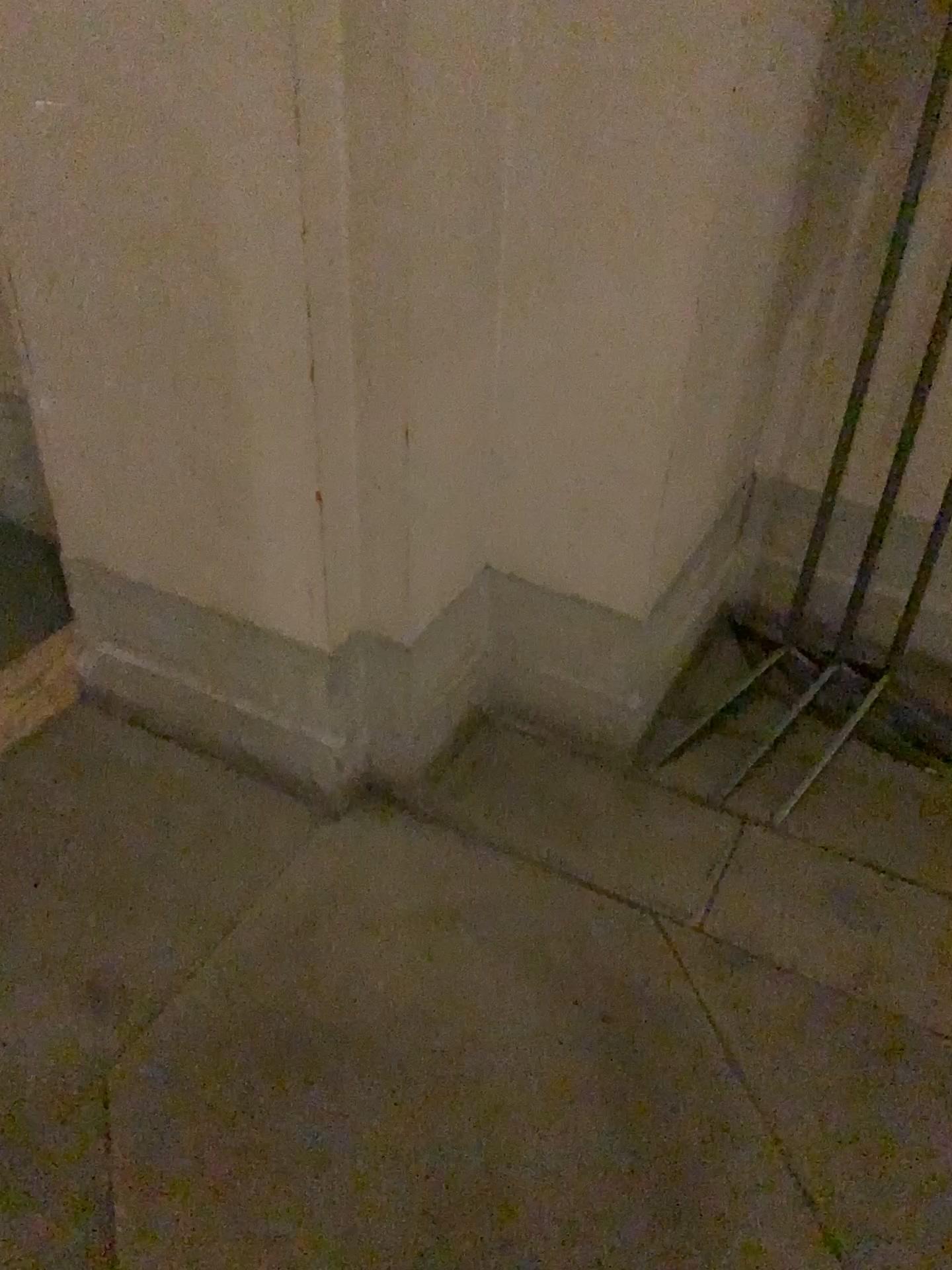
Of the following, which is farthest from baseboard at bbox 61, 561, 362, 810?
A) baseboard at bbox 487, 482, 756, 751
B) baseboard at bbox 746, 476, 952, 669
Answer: baseboard at bbox 746, 476, 952, 669

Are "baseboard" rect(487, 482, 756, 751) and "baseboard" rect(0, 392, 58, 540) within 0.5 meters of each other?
no

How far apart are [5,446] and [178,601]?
0.8m

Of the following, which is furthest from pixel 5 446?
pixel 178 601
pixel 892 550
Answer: pixel 892 550

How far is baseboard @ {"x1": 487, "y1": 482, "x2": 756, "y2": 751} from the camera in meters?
1.8 m

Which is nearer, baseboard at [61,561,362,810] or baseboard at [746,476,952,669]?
baseboard at [61,561,362,810]

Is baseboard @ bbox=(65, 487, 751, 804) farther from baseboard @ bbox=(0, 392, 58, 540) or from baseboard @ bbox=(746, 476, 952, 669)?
baseboard @ bbox=(0, 392, 58, 540)

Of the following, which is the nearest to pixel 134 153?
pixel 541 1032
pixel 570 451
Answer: pixel 570 451

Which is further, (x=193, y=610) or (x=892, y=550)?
(x=892, y=550)

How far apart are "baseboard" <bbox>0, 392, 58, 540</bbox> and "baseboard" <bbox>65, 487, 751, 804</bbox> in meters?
0.5 m
